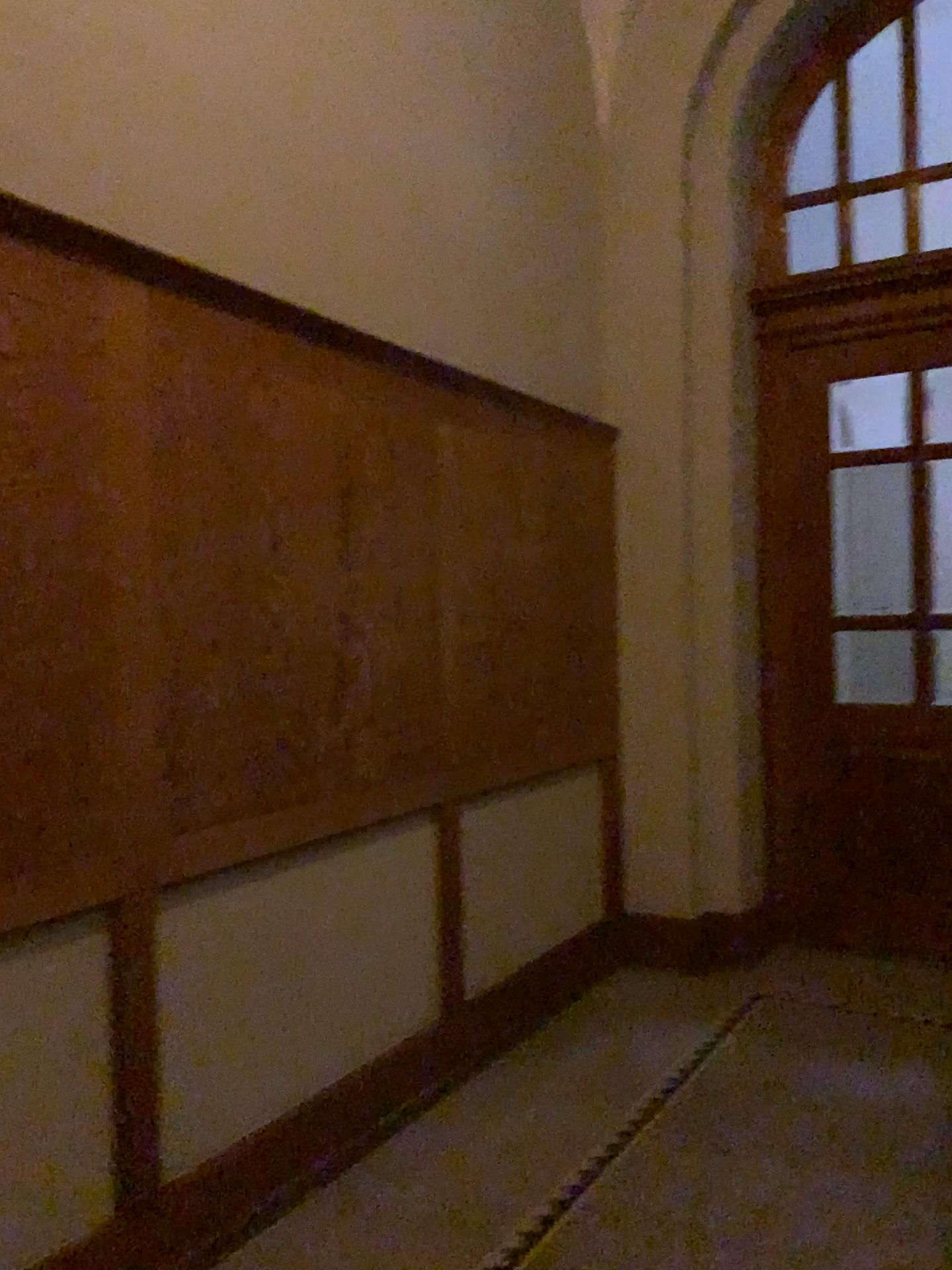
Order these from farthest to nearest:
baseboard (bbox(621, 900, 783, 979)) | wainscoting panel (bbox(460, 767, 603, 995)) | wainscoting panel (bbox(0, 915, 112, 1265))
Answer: baseboard (bbox(621, 900, 783, 979)) → wainscoting panel (bbox(460, 767, 603, 995)) → wainscoting panel (bbox(0, 915, 112, 1265))

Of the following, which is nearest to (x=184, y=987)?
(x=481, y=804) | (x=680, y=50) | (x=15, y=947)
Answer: (x=15, y=947)

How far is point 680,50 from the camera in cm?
441

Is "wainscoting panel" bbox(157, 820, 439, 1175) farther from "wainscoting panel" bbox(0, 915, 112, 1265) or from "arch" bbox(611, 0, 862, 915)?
"arch" bbox(611, 0, 862, 915)

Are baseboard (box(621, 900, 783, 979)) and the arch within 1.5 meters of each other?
yes

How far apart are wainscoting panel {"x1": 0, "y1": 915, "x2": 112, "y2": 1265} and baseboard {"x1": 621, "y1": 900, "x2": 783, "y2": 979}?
2.6 meters

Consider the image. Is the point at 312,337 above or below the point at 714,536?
above

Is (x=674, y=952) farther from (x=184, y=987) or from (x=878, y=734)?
(x=184, y=987)

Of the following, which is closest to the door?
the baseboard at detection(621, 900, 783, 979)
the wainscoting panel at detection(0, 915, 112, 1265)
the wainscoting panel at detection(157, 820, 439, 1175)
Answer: the baseboard at detection(621, 900, 783, 979)

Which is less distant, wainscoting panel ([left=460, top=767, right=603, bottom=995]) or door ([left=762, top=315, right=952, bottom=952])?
wainscoting panel ([left=460, top=767, right=603, bottom=995])
